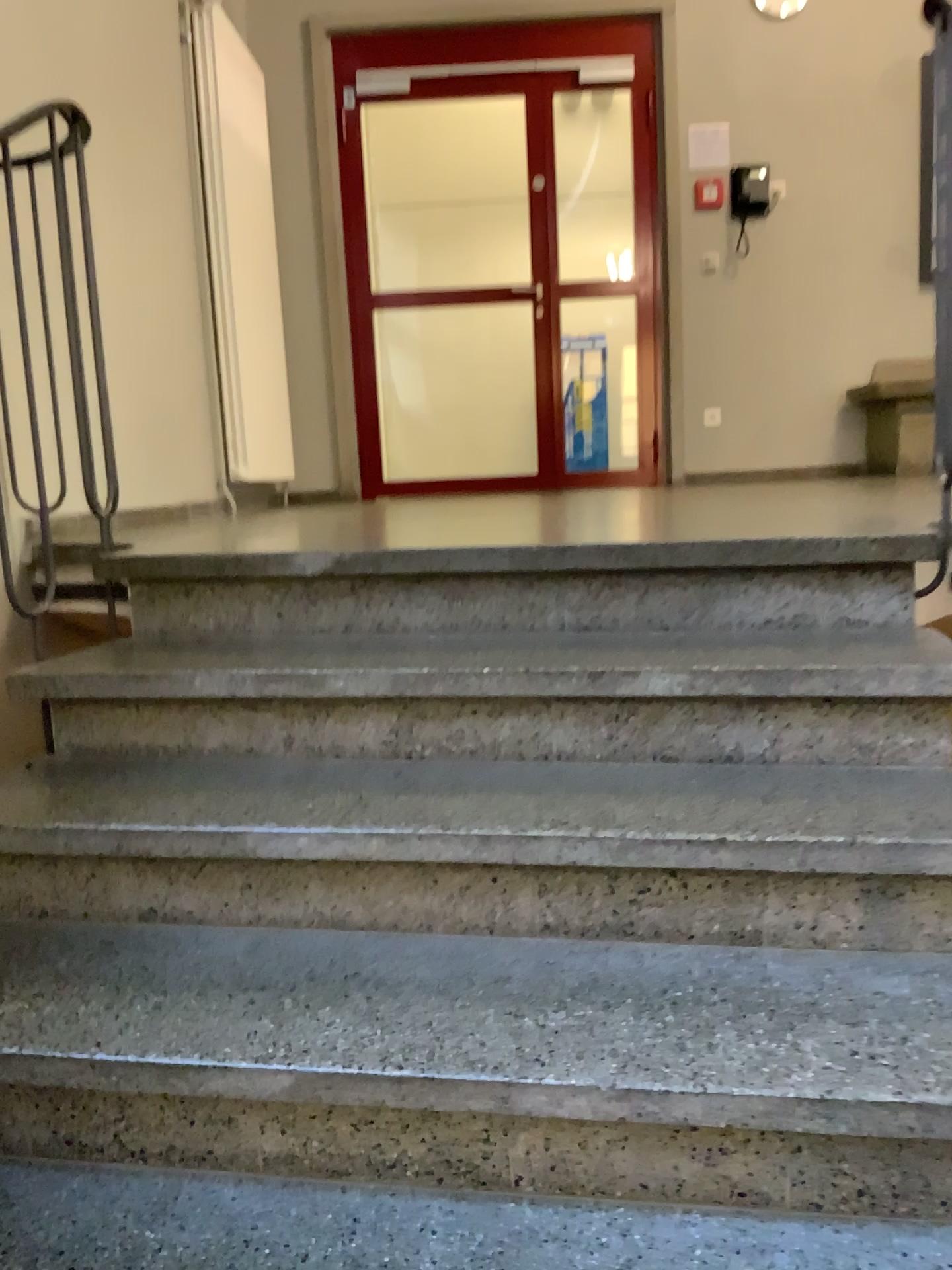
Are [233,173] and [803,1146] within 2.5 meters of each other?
no
